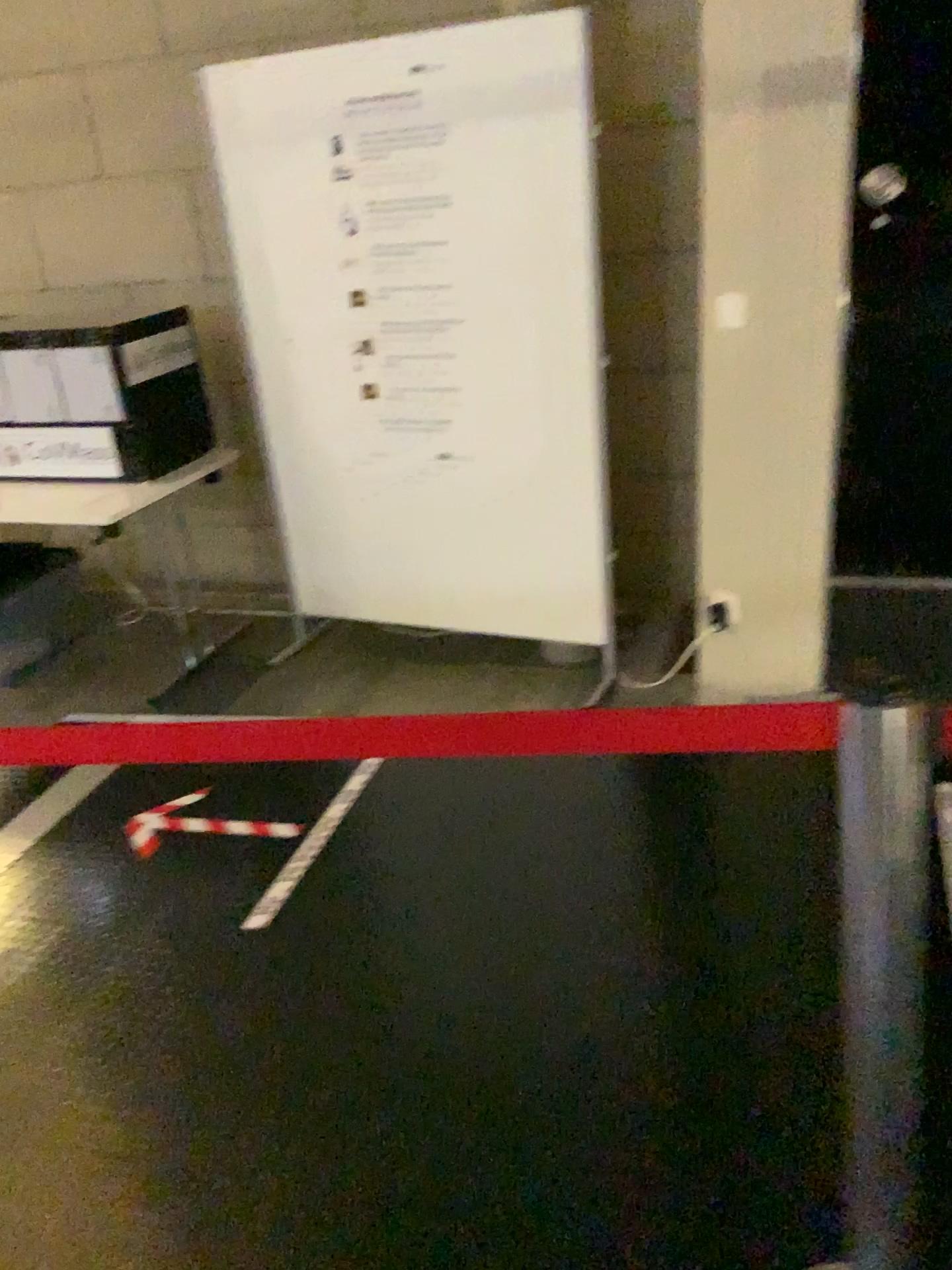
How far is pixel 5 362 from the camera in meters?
3.5 m

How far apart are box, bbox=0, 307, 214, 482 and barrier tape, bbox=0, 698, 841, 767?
2.6m

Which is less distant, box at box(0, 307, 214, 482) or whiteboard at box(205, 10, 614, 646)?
whiteboard at box(205, 10, 614, 646)

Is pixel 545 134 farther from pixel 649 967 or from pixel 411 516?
pixel 649 967

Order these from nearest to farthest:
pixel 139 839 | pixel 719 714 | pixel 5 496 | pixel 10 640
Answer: pixel 719 714, pixel 139 839, pixel 5 496, pixel 10 640

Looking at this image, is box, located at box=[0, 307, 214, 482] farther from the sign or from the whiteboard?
the whiteboard

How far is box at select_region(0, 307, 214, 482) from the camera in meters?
3.5 m

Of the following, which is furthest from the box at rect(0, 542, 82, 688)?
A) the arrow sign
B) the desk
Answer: the arrow sign

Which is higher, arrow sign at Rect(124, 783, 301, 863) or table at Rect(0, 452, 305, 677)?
table at Rect(0, 452, 305, 677)

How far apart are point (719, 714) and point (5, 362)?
3.3m
